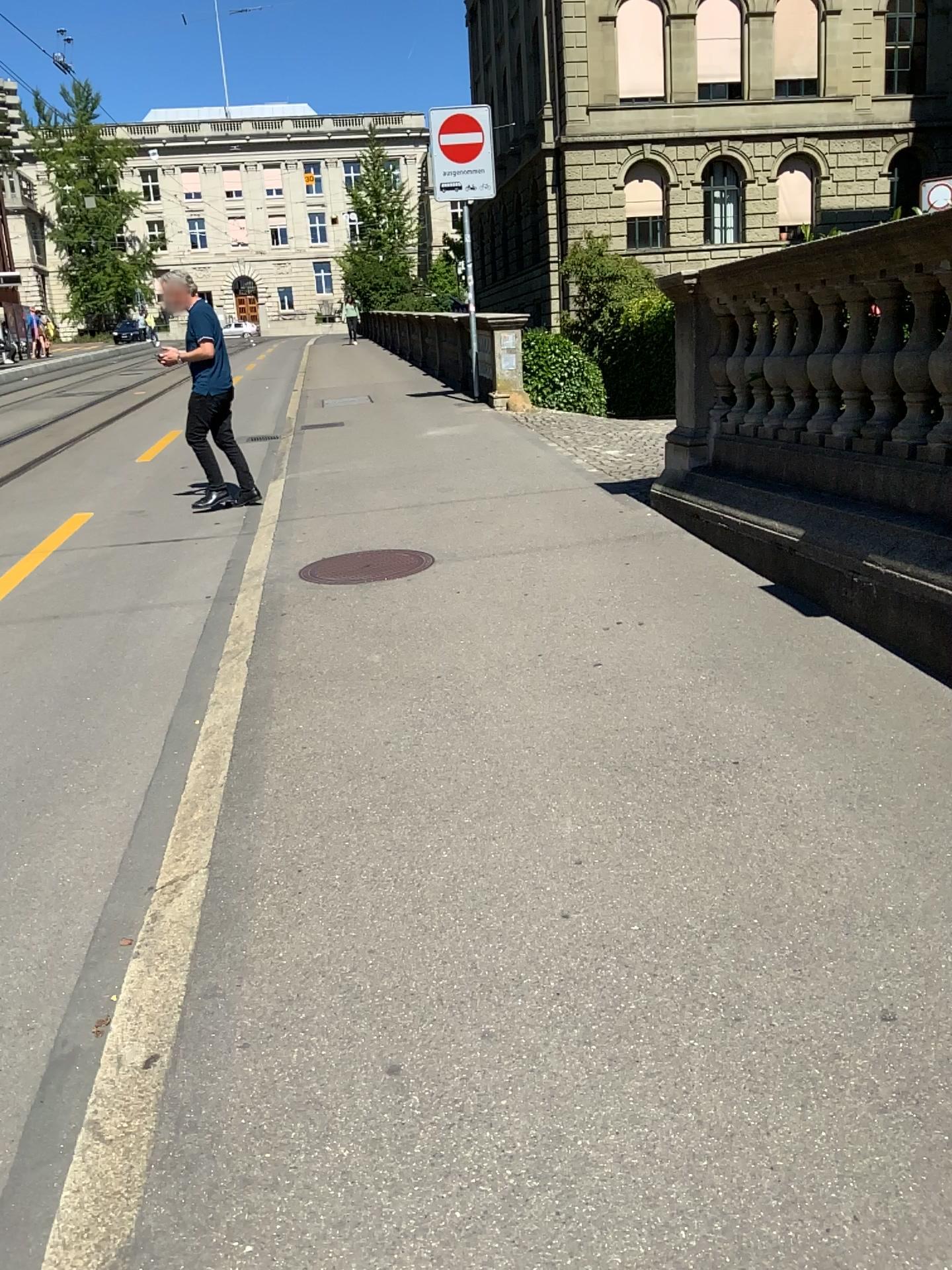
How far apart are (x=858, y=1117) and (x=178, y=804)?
2.08m
